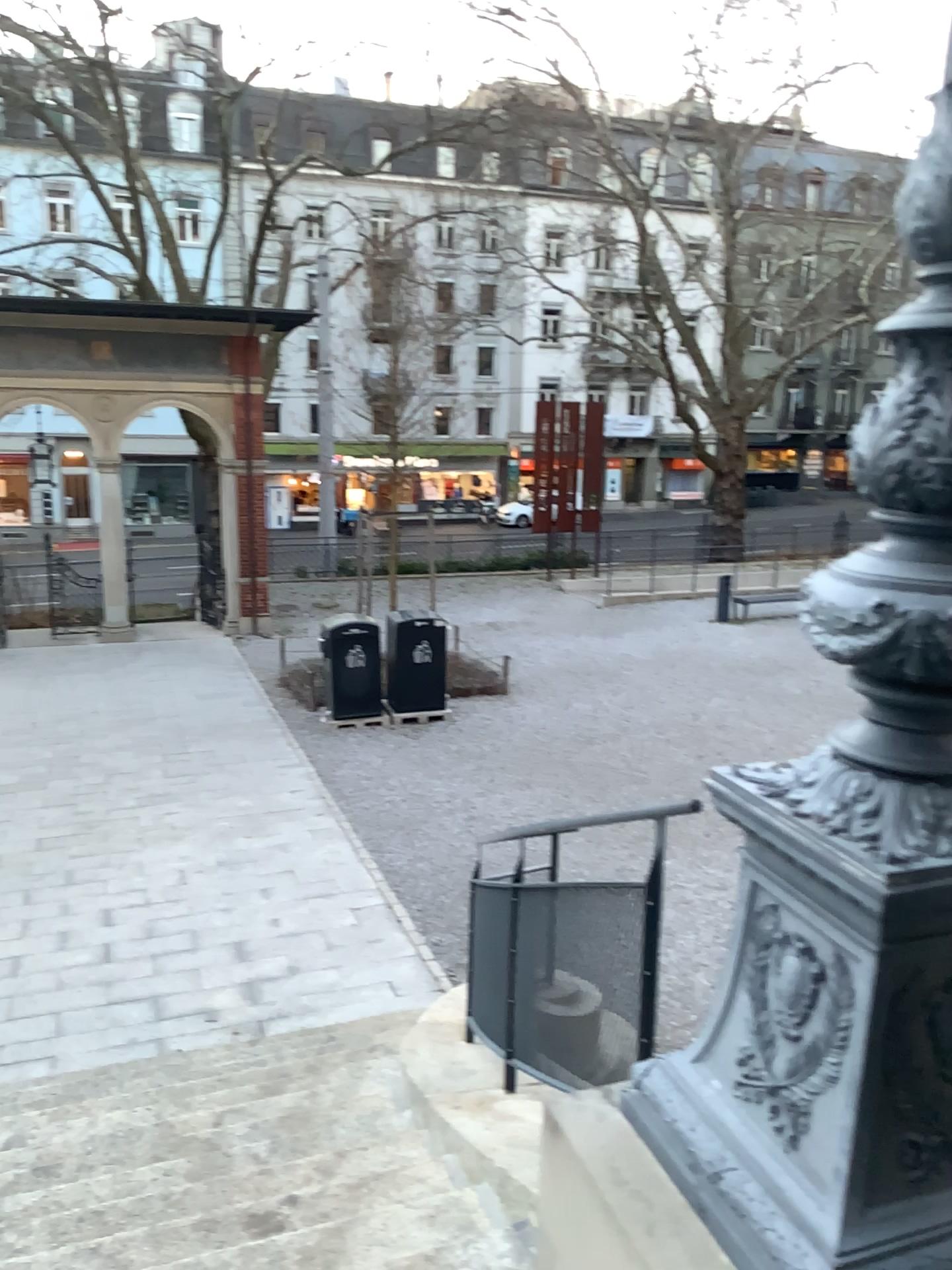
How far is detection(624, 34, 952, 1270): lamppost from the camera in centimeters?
156cm

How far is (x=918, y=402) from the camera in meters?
1.6

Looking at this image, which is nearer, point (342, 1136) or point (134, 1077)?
point (342, 1136)
